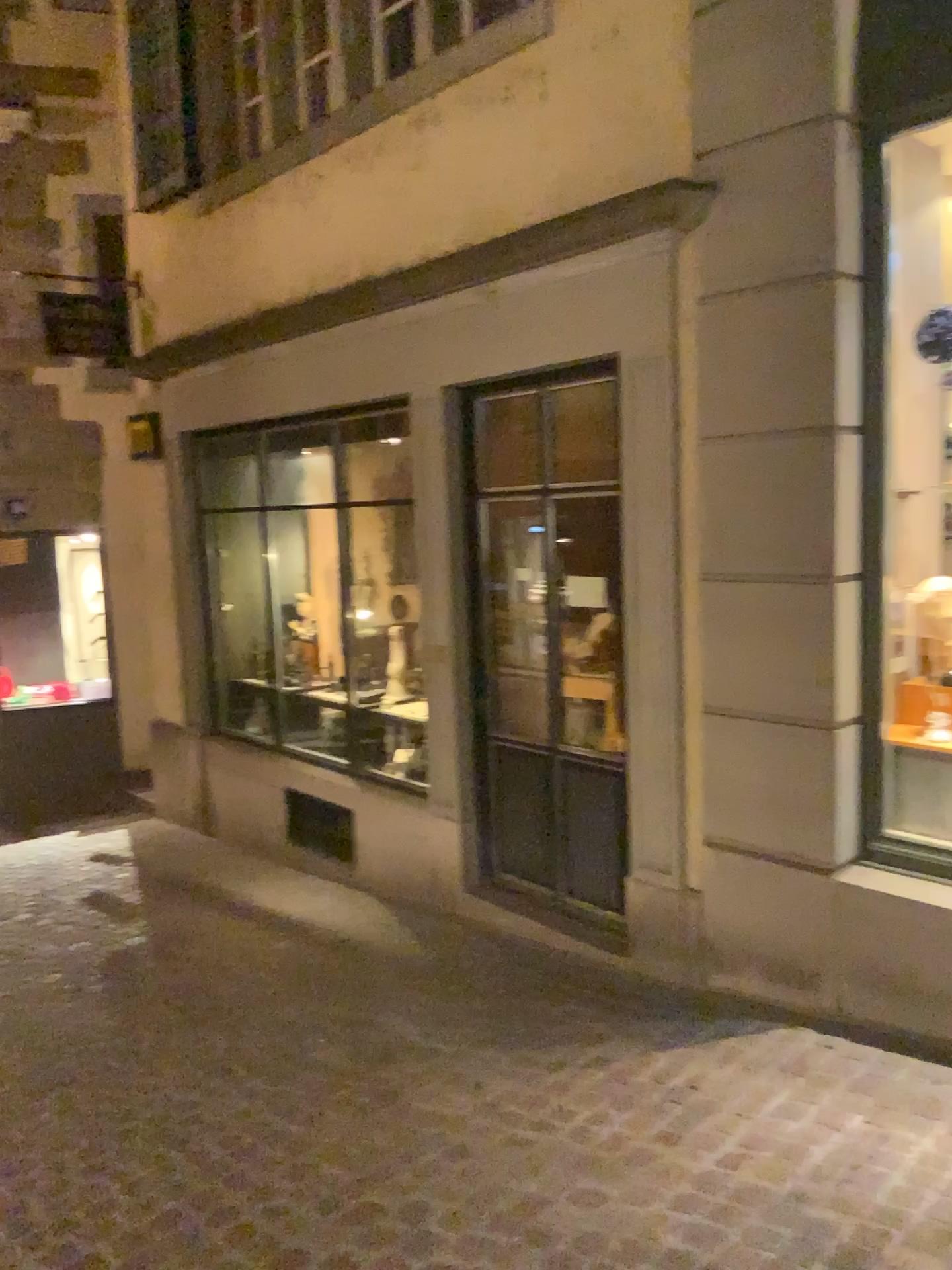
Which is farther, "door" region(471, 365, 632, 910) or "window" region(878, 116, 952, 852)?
"door" region(471, 365, 632, 910)

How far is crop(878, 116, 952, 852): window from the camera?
3.81m

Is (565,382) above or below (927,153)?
below

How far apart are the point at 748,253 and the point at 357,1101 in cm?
300

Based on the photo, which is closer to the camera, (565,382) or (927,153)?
(927,153)

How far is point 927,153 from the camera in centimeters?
381cm
